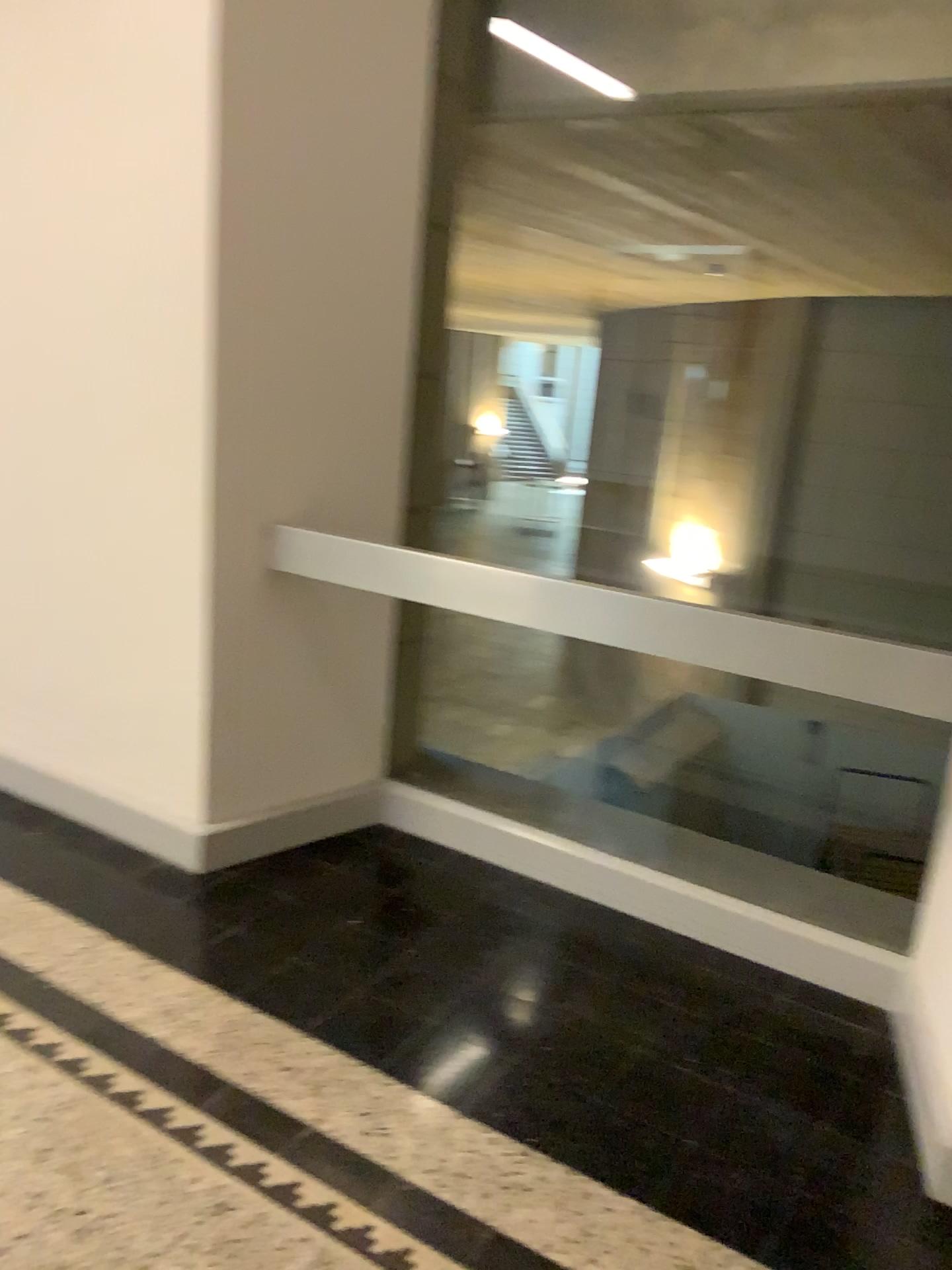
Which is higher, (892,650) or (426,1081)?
(892,650)

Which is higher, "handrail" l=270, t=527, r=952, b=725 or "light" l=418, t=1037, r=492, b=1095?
"handrail" l=270, t=527, r=952, b=725

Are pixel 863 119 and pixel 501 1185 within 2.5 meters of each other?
no
